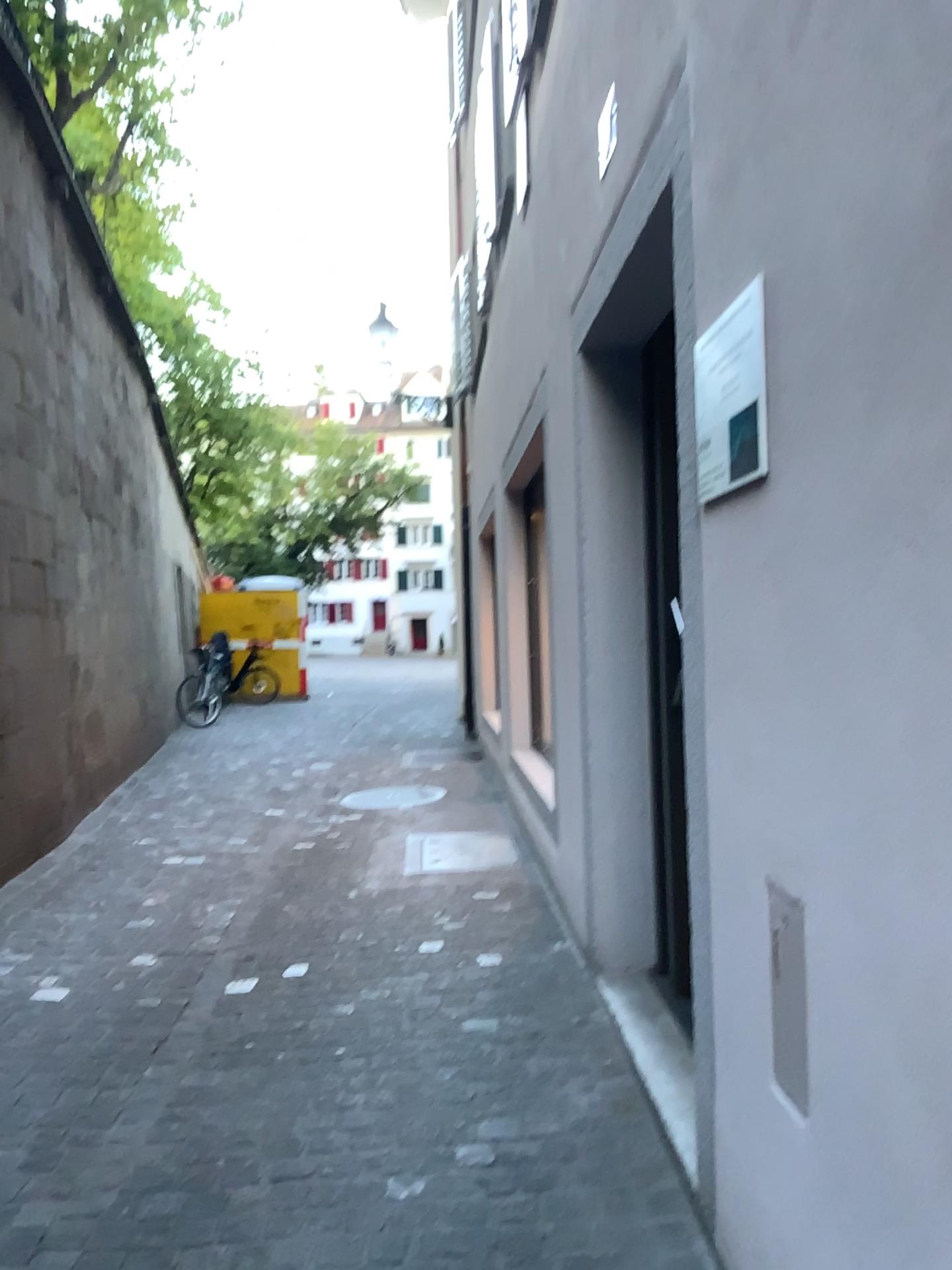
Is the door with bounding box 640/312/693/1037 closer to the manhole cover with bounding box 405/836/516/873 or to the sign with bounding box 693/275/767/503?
the sign with bounding box 693/275/767/503

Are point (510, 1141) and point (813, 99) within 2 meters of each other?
no

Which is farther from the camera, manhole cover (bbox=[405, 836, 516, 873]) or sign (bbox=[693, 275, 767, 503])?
manhole cover (bbox=[405, 836, 516, 873])

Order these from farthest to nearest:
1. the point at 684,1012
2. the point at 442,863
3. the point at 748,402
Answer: the point at 442,863 → the point at 684,1012 → the point at 748,402

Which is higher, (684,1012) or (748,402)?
(748,402)

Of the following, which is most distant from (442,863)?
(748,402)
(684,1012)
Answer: (748,402)

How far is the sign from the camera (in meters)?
1.61

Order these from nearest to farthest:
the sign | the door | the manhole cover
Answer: the sign
the door
the manhole cover

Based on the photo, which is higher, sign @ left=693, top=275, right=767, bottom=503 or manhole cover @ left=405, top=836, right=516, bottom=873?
sign @ left=693, top=275, right=767, bottom=503

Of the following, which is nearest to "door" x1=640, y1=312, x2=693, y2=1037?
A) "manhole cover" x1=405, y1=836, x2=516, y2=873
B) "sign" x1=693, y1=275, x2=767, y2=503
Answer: "sign" x1=693, y1=275, x2=767, y2=503
